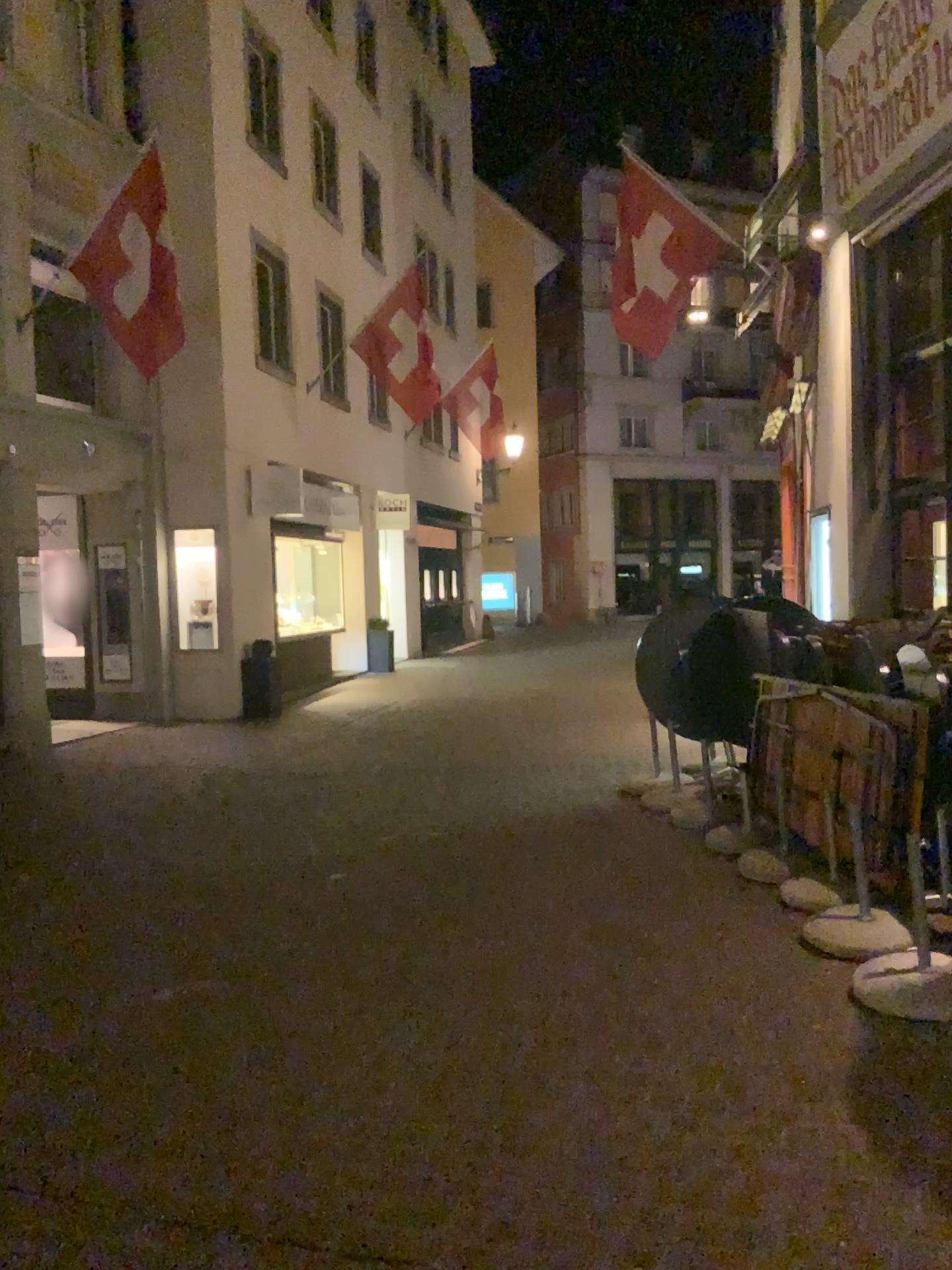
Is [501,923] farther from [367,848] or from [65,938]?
[65,938]
